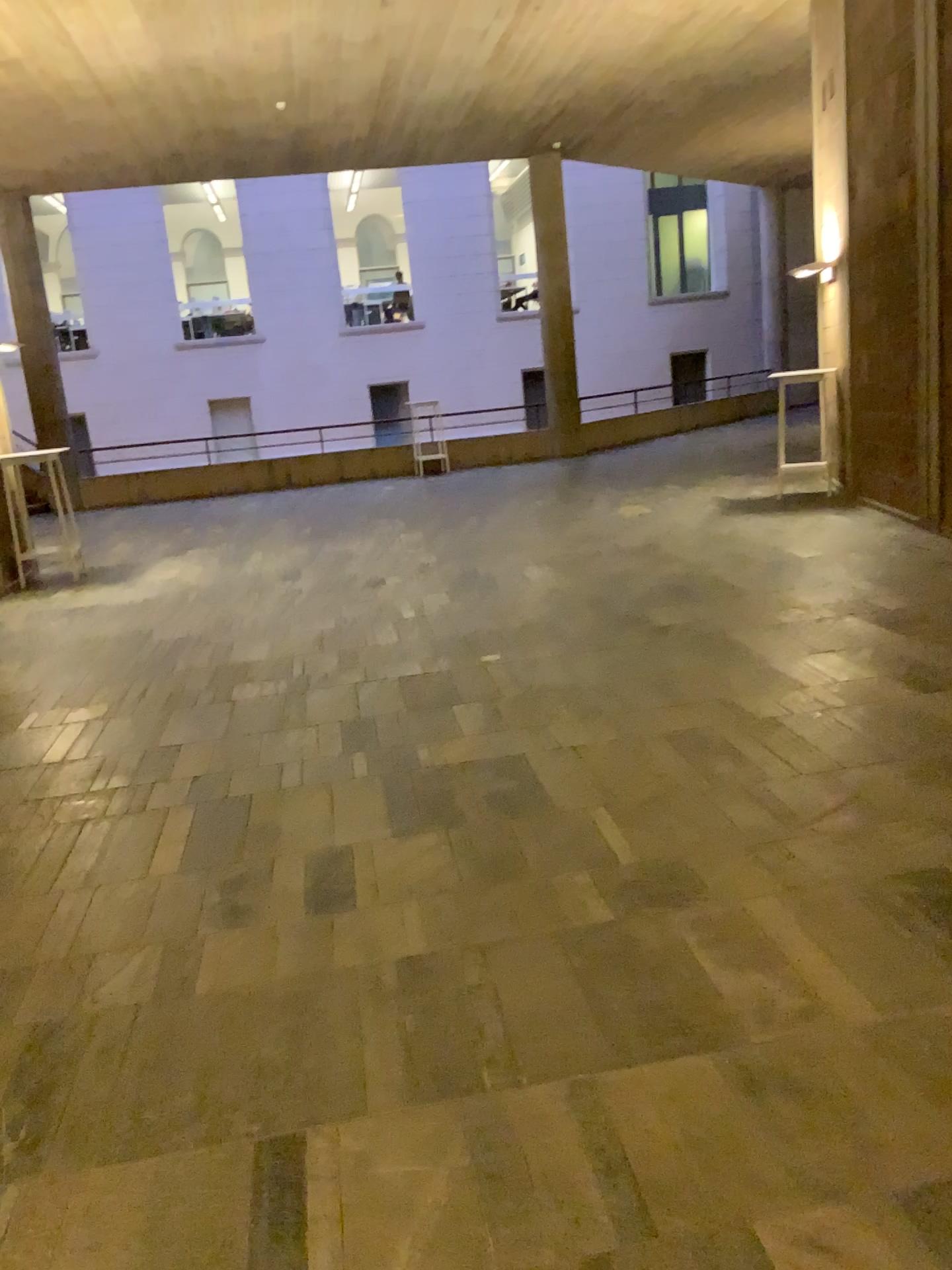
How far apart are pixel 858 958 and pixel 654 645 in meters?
2.8
